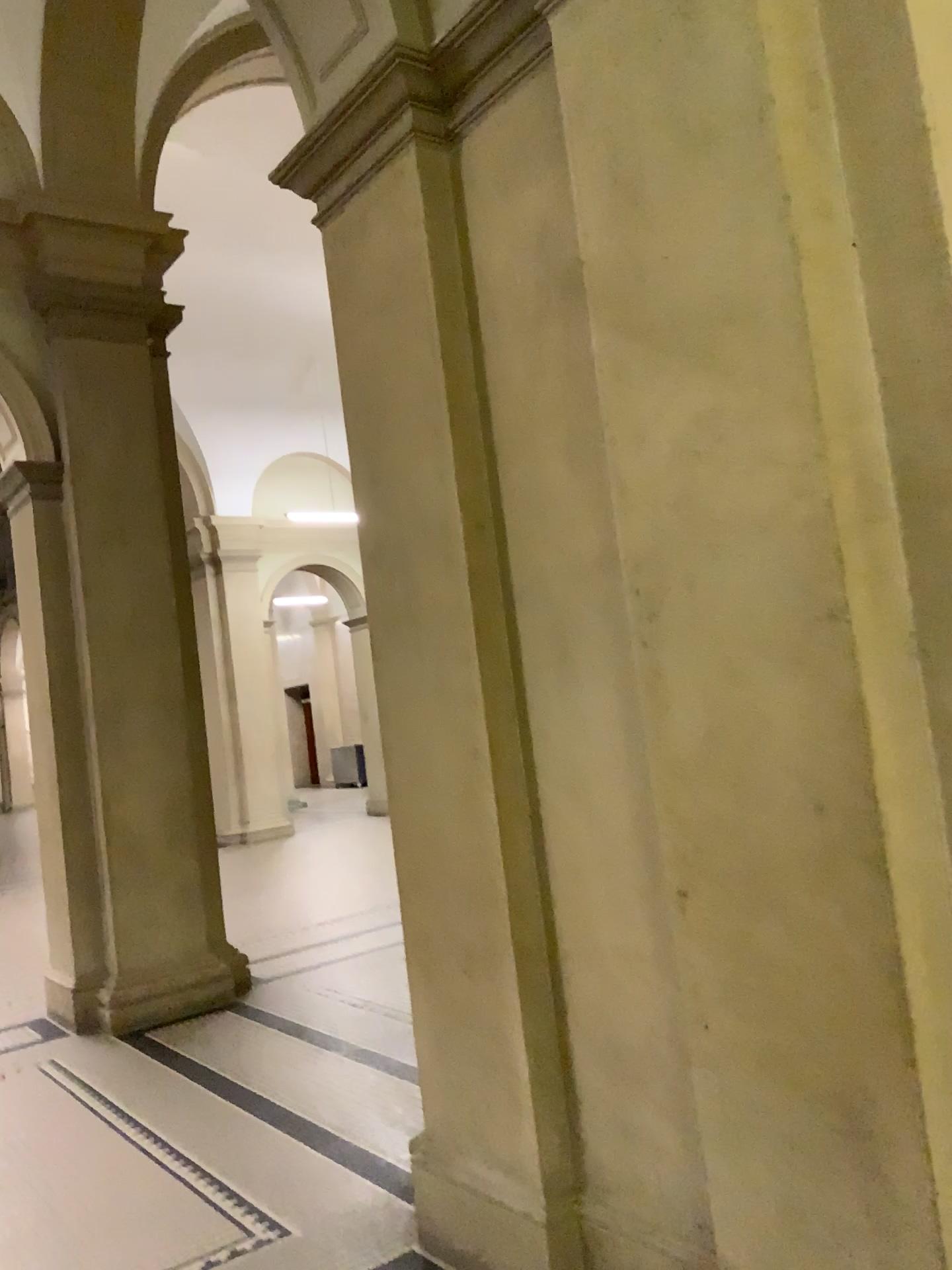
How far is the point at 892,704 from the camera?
1.84m

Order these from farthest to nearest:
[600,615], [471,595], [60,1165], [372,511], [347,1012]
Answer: [347,1012], [60,1165], [372,511], [471,595], [600,615]

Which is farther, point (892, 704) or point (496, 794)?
point (496, 794)

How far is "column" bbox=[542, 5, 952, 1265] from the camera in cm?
184

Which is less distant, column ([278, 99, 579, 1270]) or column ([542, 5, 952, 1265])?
column ([542, 5, 952, 1265])
